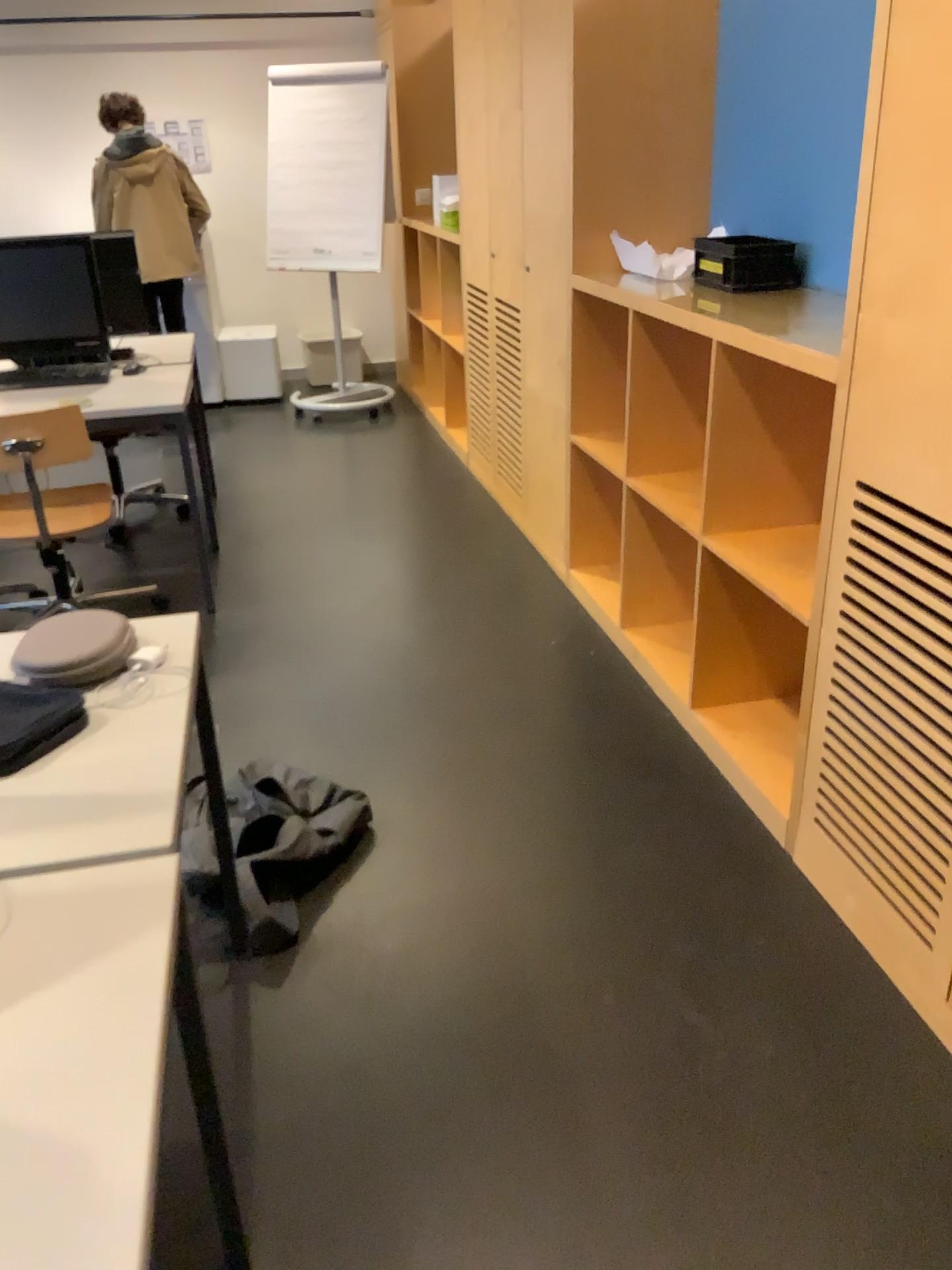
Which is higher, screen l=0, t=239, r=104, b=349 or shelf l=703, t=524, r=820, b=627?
screen l=0, t=239, r=104, b=349

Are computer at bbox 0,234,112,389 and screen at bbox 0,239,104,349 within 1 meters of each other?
yes

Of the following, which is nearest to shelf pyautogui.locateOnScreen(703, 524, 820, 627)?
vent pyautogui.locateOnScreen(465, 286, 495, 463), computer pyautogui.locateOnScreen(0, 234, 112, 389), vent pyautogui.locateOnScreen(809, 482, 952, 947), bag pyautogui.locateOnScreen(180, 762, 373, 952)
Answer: vent pyautogui.locateOnScreen(809, 482, 952, 947)

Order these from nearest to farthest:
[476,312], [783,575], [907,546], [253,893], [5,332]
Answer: [907,546] < [253,893] < [783,575] < [5,332] < [476,312]

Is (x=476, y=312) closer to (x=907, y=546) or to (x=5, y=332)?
(x=5, y=332)

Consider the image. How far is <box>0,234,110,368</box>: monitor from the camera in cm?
368

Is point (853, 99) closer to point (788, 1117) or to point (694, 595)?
point (694, 595)

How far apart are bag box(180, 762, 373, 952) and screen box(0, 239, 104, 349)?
2.02m

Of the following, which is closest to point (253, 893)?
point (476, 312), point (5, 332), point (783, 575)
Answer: point (783, 575)

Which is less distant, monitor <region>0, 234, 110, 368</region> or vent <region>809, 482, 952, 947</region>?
vent <region>809, 482, 952, 947</region>
